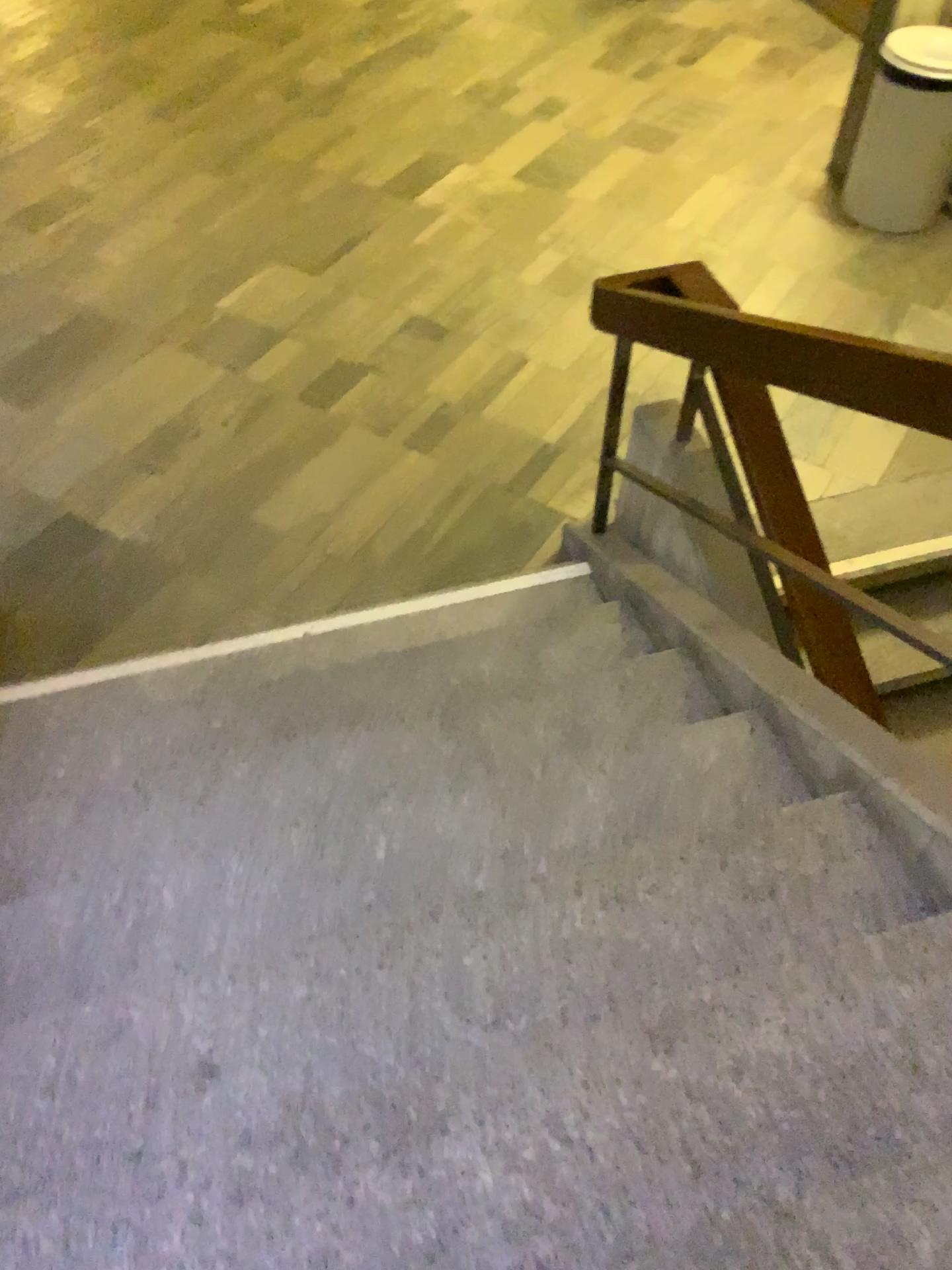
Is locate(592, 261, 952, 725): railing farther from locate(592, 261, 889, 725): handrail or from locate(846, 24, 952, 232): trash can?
locate(846, 24, 952, 232): trash can

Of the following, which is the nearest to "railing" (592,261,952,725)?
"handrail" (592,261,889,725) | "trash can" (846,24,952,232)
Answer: "handrail" (592,261,889,725)

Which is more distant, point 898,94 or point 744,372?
point 898,94

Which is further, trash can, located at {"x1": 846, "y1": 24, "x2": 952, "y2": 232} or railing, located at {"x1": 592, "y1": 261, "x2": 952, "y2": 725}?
trash can, located at {"x1": 846, "y1": 24, "x2": 952, "y2": 232}

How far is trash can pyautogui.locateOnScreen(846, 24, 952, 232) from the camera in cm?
445

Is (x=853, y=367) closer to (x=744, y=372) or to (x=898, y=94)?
(x=744, y=372)

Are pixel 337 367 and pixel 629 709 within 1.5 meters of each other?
no

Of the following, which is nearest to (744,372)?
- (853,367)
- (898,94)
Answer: (853,367)
